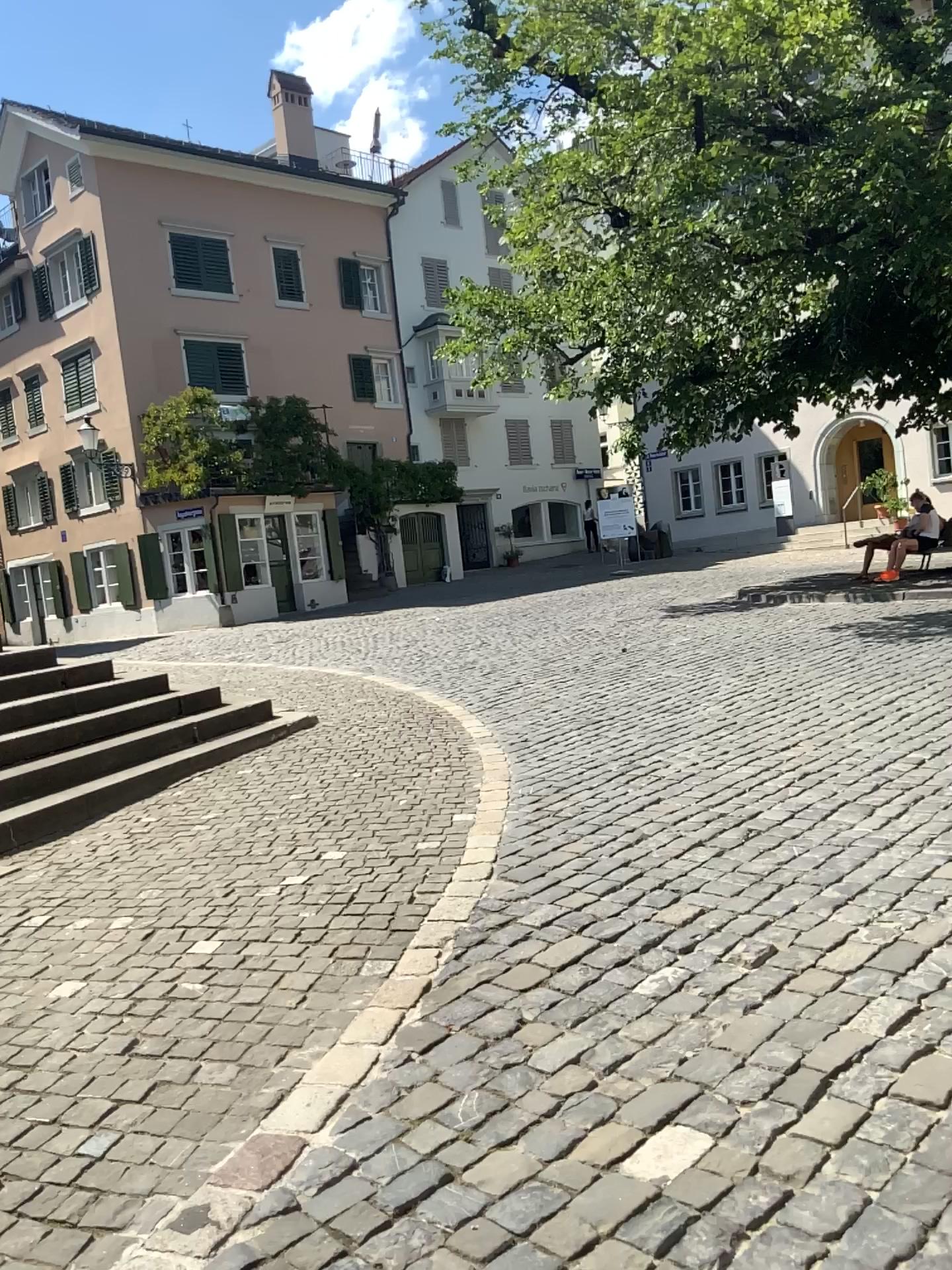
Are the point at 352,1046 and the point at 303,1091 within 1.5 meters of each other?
yes
